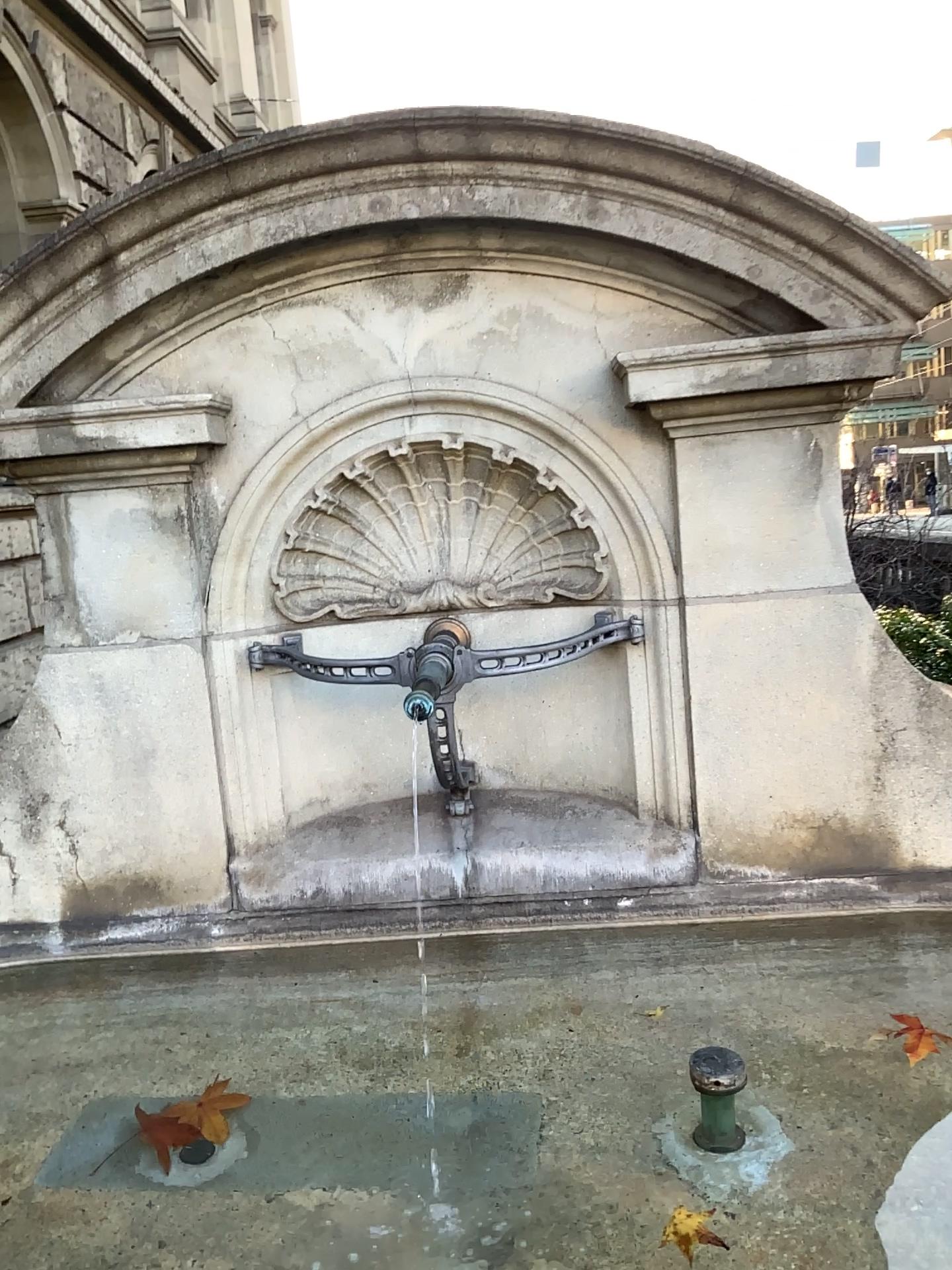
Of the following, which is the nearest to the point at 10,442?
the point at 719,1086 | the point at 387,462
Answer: the point at 387,462

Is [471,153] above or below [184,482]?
above

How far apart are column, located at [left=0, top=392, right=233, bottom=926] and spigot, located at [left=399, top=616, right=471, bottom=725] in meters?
0.5 m

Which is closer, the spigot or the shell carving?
the spigot

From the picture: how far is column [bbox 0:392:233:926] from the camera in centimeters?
193cm

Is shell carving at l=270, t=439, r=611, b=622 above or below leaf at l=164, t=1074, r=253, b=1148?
above

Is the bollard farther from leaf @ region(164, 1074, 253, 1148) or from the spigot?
leaf @ region(164, 1074, 253, 1148)

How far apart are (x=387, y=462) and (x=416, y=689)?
0.5 meters

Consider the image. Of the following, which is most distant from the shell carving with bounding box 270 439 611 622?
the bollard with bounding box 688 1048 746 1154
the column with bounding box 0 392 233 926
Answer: the bollard with bounding box 688 1048 746 1154

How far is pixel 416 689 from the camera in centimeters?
168cm
